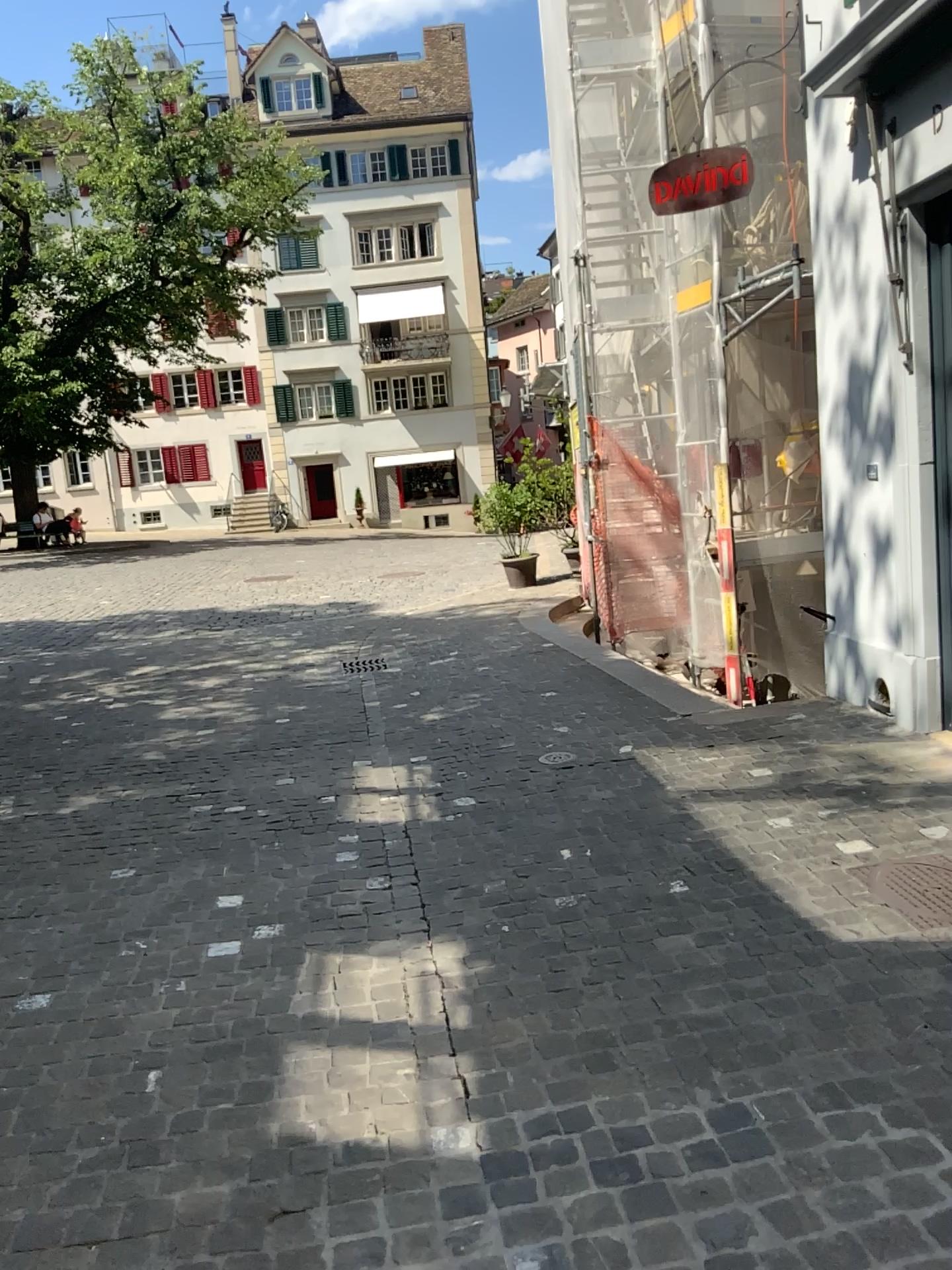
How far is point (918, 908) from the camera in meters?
3.2

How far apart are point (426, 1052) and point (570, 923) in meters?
0.8 m

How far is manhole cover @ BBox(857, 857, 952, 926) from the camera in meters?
3.2 m
